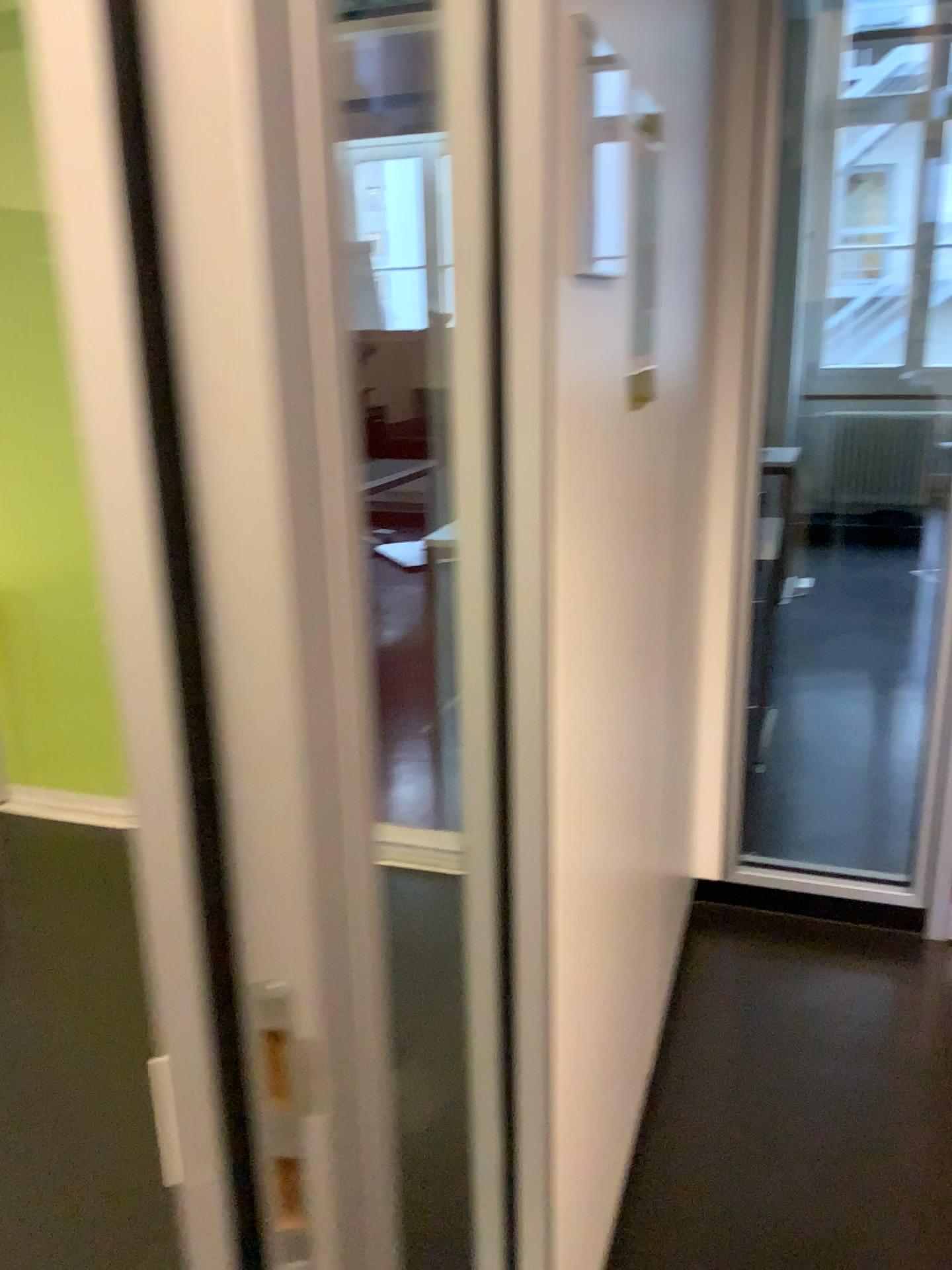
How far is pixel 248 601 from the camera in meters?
0.5 m
